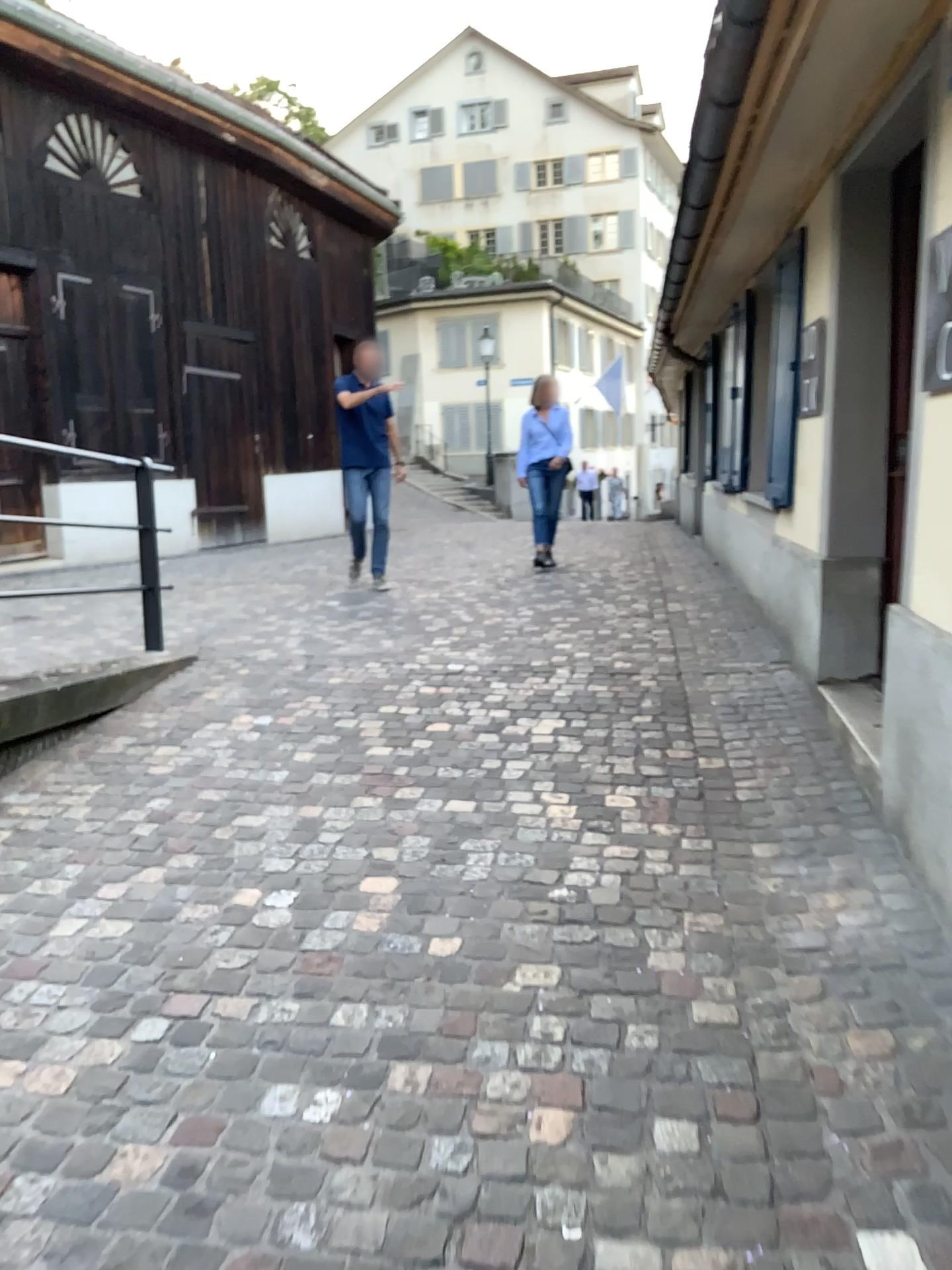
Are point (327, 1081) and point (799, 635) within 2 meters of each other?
no
